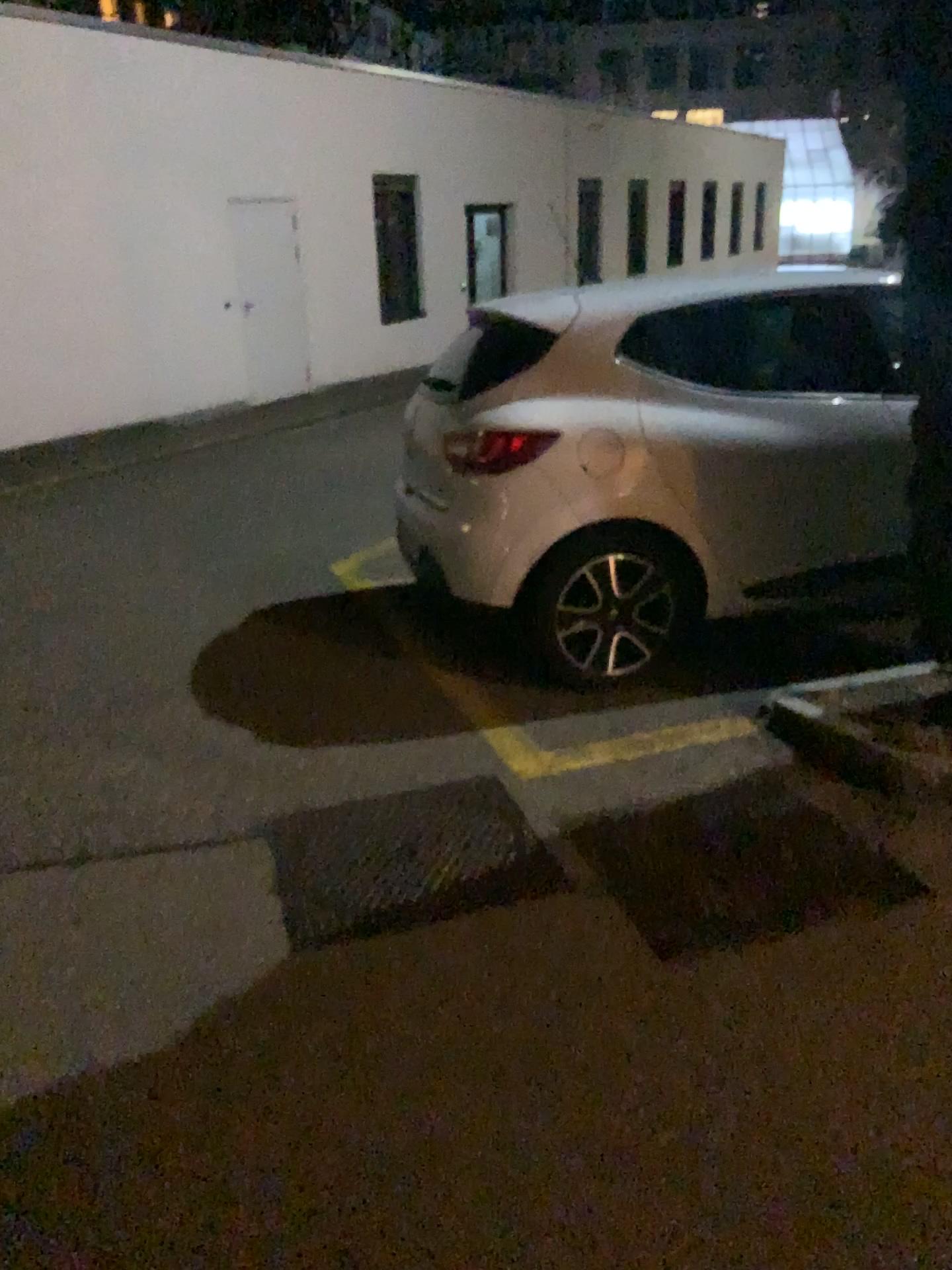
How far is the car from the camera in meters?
3.6 m

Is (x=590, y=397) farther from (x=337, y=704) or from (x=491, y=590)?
(x=337, y=704)

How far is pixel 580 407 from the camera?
3.59m

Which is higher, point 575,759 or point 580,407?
point 580,407

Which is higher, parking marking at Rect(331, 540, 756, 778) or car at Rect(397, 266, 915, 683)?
car at Rect(397, 266, 915, 683)
